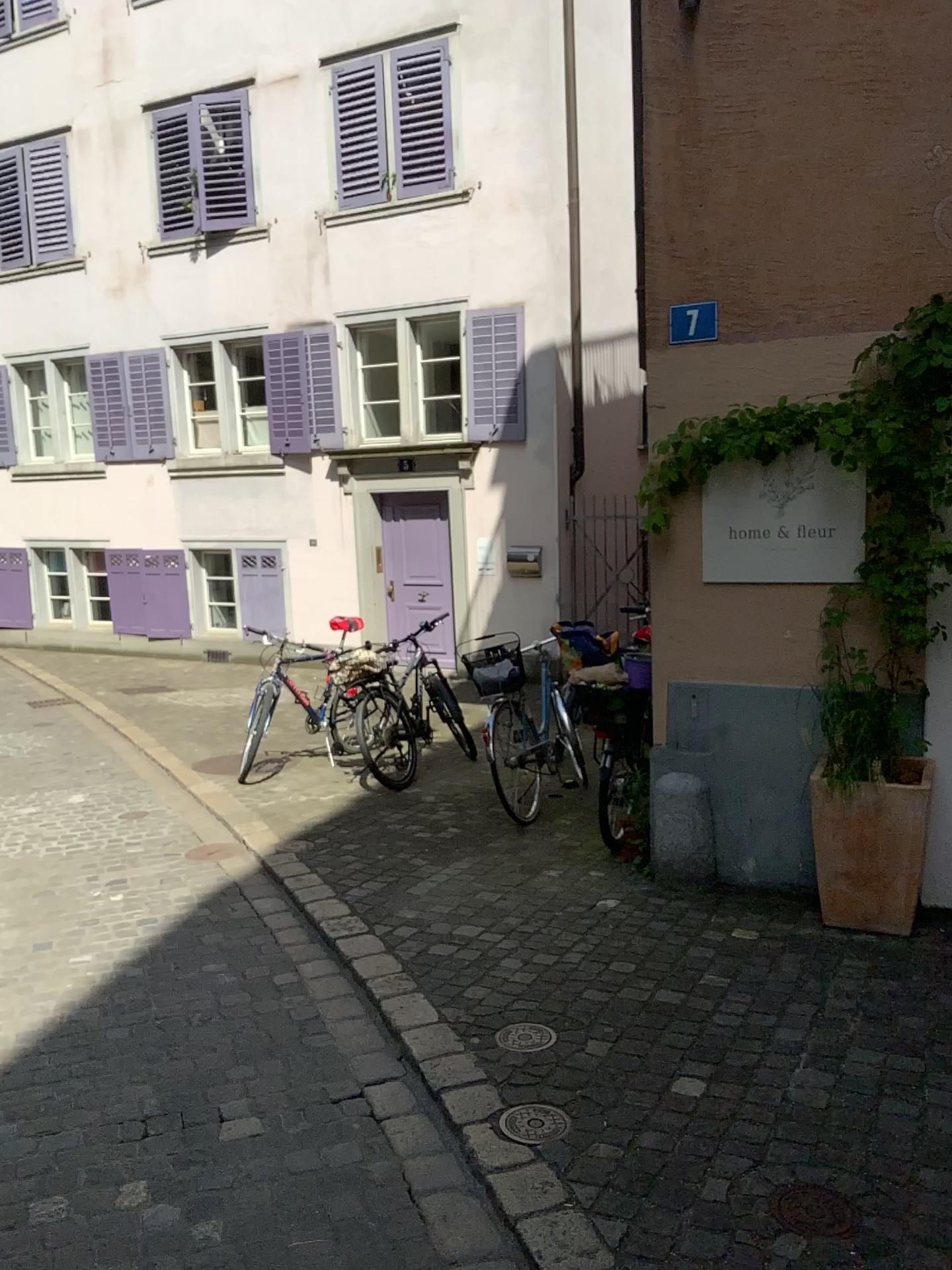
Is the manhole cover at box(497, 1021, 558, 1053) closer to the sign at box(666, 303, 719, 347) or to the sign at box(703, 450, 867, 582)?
the sign at box(703, 450, 867, 582)

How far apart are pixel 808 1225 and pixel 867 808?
2.01m

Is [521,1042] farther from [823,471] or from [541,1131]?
[823,471]

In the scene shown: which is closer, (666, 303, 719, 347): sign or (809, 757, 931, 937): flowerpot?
(809, 757, 931, 937): flowerpot

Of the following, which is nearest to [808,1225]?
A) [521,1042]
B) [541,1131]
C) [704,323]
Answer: [541,1131]

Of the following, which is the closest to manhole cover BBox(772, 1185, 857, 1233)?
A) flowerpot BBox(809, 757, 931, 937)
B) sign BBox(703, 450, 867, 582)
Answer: flowerpot BBox(809, 757, 931, 937)

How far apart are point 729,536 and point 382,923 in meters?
2.2

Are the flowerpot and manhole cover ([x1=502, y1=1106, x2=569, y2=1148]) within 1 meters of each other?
no

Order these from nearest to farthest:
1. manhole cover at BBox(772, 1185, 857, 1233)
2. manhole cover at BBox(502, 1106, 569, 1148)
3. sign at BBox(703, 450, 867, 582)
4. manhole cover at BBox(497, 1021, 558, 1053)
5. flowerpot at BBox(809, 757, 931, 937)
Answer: manhole cover at BBox(772, 1185, 857, 1233) < manhole cover at BBox(502, 1106, 569, 1148) < manhole cover at BBox(497, 1021, 558, 1053) < flowerpot at BBox(809, 757, 931, 937) < sign at BBox(703, 450, 867, 582)

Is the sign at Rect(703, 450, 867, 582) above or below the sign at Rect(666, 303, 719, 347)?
below
